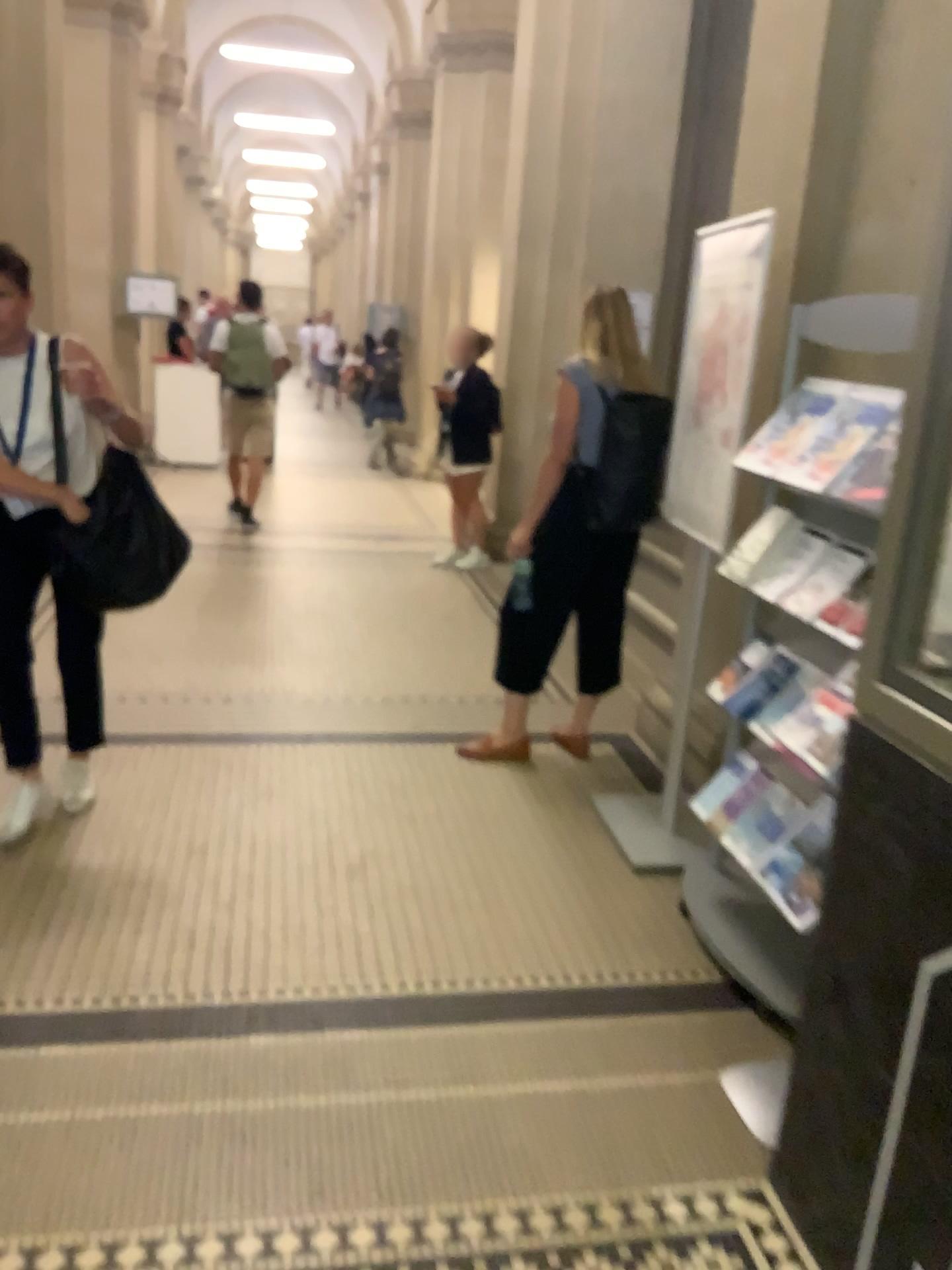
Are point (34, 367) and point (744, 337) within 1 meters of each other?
no

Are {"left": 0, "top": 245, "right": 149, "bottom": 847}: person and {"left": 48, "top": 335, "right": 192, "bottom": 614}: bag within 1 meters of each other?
yes

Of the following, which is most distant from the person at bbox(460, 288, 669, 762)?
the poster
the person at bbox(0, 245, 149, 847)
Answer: the person at bbox(0, 245, 149, 847)

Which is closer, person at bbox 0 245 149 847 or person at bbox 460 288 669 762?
person at bbox 0 245 149 847

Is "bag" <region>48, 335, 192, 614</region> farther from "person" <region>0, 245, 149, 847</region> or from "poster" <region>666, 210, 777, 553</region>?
"poster" <region>666, 210, 777, 553</region>

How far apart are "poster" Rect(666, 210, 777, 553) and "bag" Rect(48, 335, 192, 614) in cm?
149

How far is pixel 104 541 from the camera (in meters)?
2.91

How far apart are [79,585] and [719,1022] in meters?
2.0 m

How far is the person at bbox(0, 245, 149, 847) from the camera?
2.9 meters

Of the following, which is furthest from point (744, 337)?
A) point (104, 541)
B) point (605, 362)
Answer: point (104, 541)
